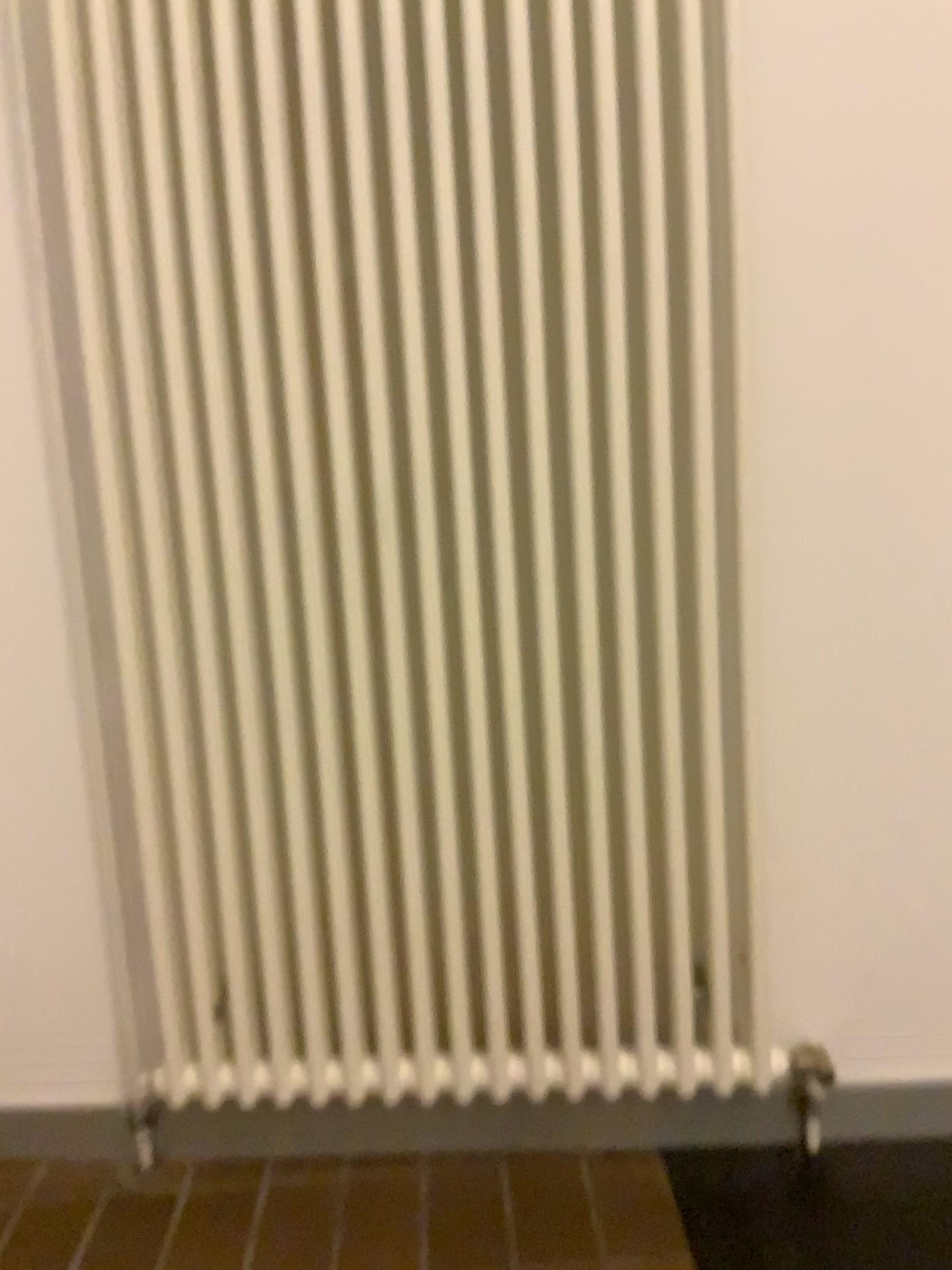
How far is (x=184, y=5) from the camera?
1.2 meters

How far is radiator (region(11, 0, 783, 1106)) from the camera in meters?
1.2

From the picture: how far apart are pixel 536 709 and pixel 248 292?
0.6m
